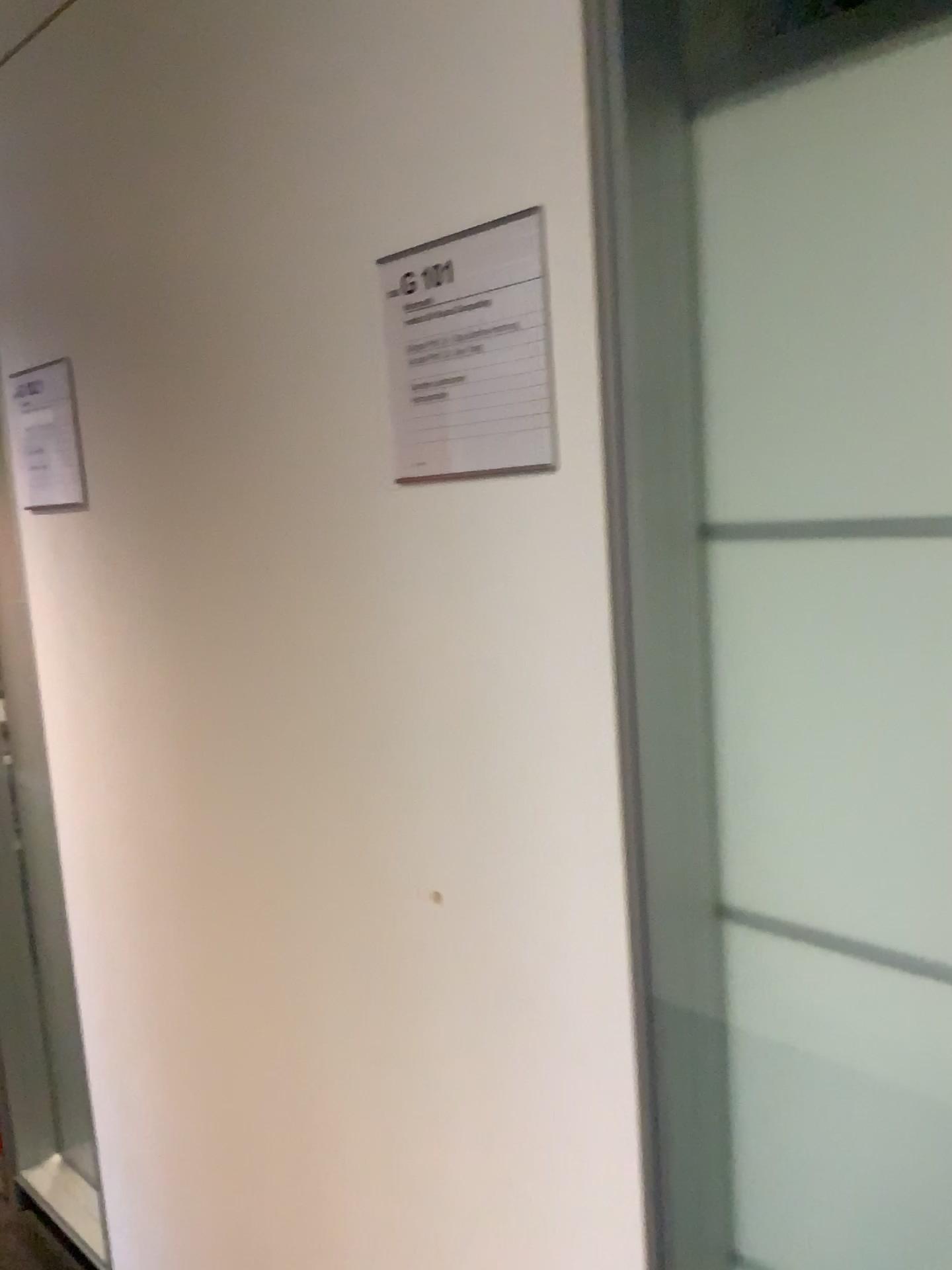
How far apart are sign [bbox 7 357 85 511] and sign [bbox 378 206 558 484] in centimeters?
74cm

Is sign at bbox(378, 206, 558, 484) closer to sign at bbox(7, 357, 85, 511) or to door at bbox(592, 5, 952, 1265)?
door at bbox(592, 5, 952, 1265)

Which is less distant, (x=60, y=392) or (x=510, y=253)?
(x=510, y=253)

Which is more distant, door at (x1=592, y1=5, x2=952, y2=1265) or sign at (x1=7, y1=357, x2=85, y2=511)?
sign at (x1=7, y1=357, x2=85, y2=511)

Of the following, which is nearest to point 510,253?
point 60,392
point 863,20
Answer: point 863,20

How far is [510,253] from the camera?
0.9 meters

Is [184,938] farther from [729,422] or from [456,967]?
[729,422]

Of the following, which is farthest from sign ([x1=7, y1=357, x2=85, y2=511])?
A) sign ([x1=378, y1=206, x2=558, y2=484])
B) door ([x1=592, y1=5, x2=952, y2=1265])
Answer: door ([x1=592, y1=5, x2=952, y2=1265])

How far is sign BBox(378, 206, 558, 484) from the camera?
0.9m
